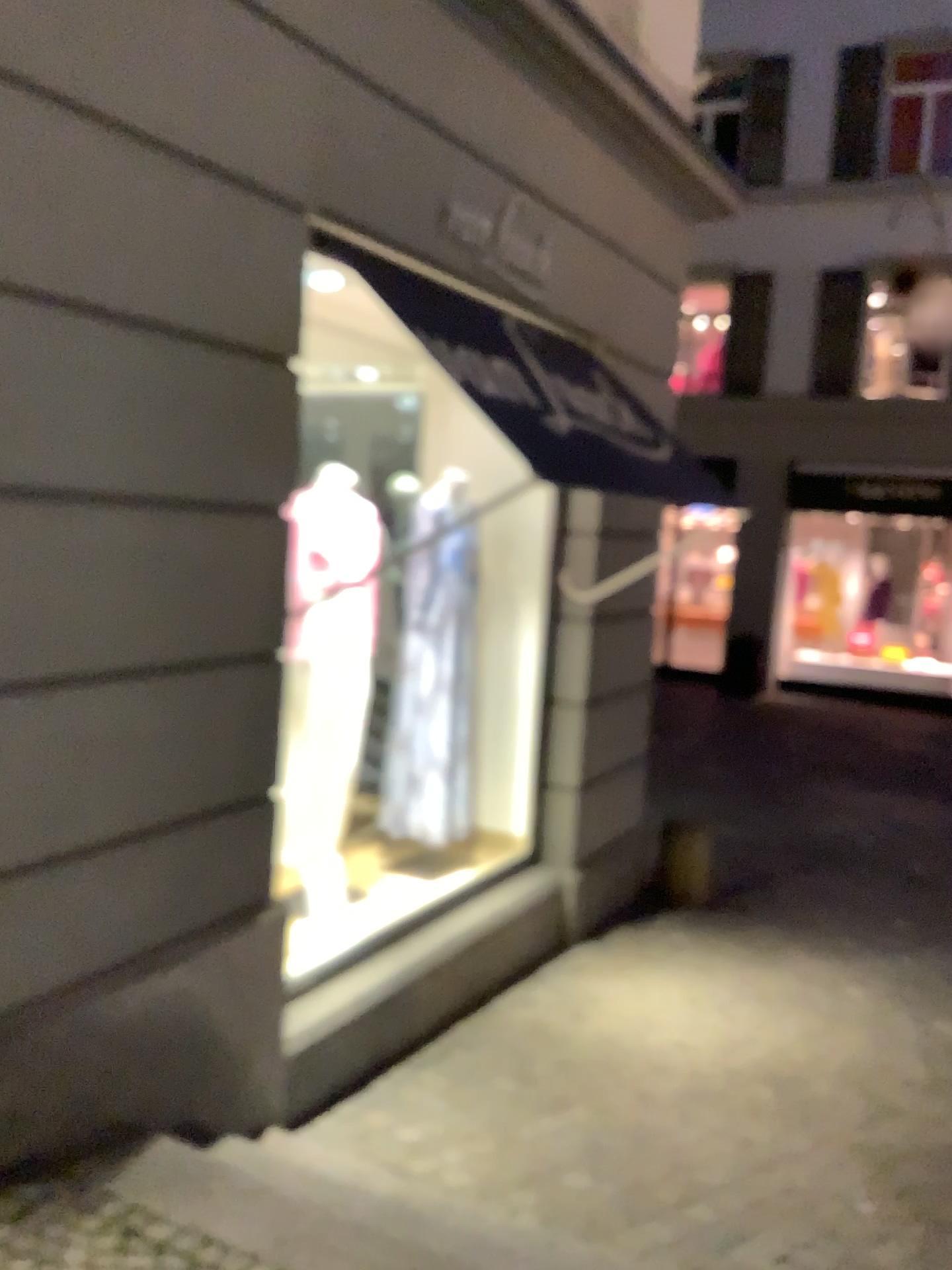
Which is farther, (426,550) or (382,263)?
(426,550)

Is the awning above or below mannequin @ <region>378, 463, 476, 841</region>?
above

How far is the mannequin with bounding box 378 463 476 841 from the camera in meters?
4.7

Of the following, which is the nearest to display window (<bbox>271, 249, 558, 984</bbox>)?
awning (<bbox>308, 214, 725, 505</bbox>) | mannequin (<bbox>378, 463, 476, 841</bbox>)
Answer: mannequin (<bbox>378, 463, 476, 841</bbox>)

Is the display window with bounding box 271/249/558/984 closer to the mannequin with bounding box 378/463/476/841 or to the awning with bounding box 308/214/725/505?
the mannequin with bounding box 378/463/476/841

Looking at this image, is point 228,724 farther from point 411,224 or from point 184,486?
point 411,224

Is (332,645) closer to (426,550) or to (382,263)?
(426,550)

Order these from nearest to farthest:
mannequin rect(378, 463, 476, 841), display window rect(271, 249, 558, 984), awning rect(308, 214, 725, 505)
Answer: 1. awning rect(308, 214, 725, 505)
2. display window rect(271, 249, 558, 984)
3. mannequin rect(378, 463, 476, 841)

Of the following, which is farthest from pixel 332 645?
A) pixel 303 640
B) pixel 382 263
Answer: pixel 382 263

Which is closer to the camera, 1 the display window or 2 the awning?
2 the awning
